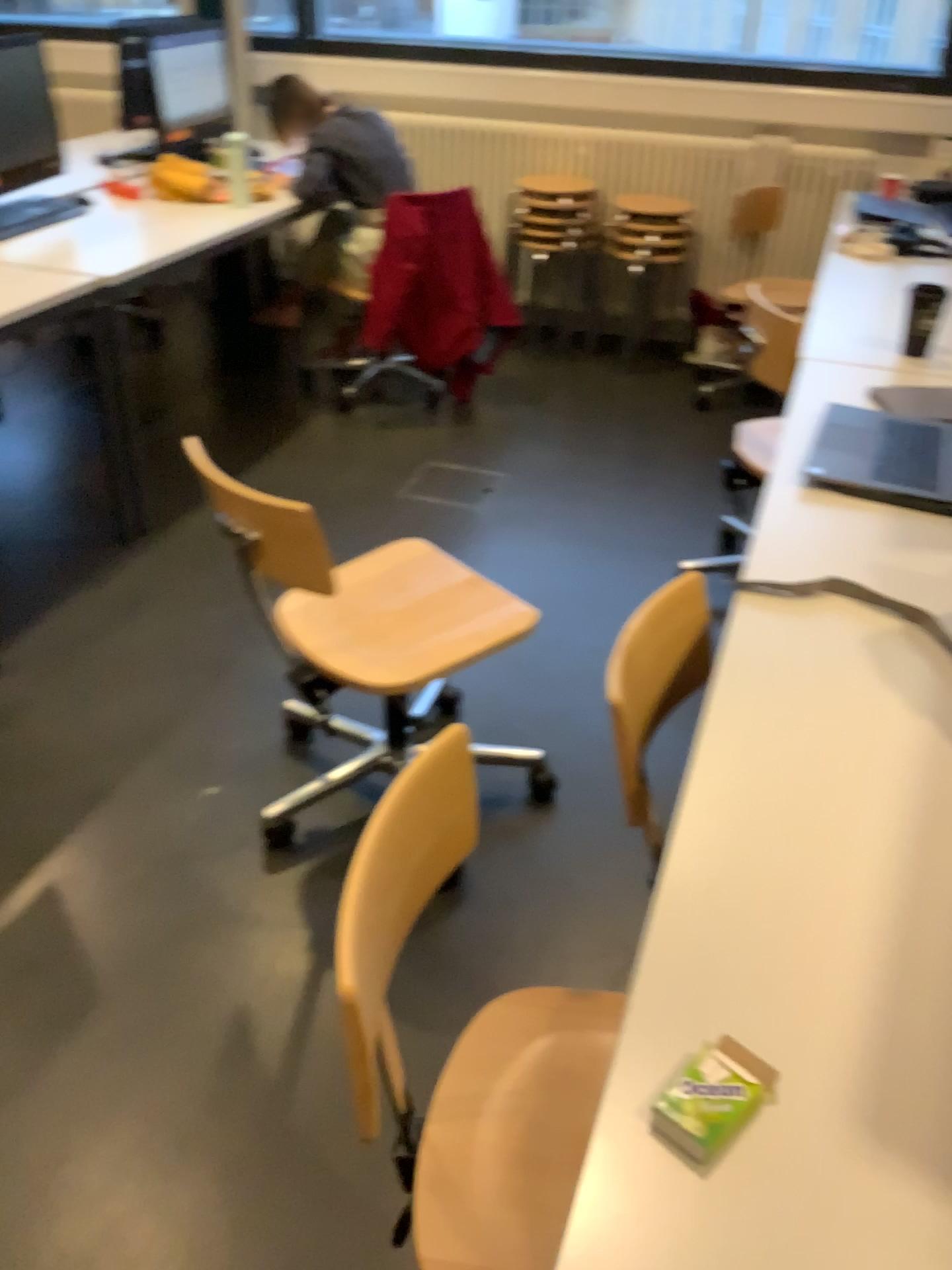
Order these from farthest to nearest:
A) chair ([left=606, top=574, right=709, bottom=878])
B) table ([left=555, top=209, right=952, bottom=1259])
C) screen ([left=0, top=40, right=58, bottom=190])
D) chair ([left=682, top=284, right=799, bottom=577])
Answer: screen ([left=0, top=40, right=58, bottom=190]) < chair ([left=682, top=284, right=799, bottom=577]) < chair ([left=606, top=574, right=709, bottom=878]) < table ([left=555, top=209, right=952, bottom=1259])

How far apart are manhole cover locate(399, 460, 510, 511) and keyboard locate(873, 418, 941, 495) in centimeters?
163cm

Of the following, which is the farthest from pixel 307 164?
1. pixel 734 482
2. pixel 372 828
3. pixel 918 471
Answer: pixel 372 828

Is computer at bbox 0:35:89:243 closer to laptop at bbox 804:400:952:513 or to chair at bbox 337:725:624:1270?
laptop at bbox 804:400:952:513

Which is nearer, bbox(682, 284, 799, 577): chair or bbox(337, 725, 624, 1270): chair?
bbox(337, 725, 624, 1270): chair

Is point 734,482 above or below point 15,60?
below

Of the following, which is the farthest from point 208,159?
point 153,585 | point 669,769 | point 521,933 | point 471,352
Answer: point 521,933

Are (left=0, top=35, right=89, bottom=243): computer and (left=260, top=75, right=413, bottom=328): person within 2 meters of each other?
yes

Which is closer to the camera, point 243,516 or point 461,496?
point 243,516

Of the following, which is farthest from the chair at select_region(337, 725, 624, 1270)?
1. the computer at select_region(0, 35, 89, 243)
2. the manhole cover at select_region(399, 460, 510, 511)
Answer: the computer at select_region(0, 35, 89, 243)
